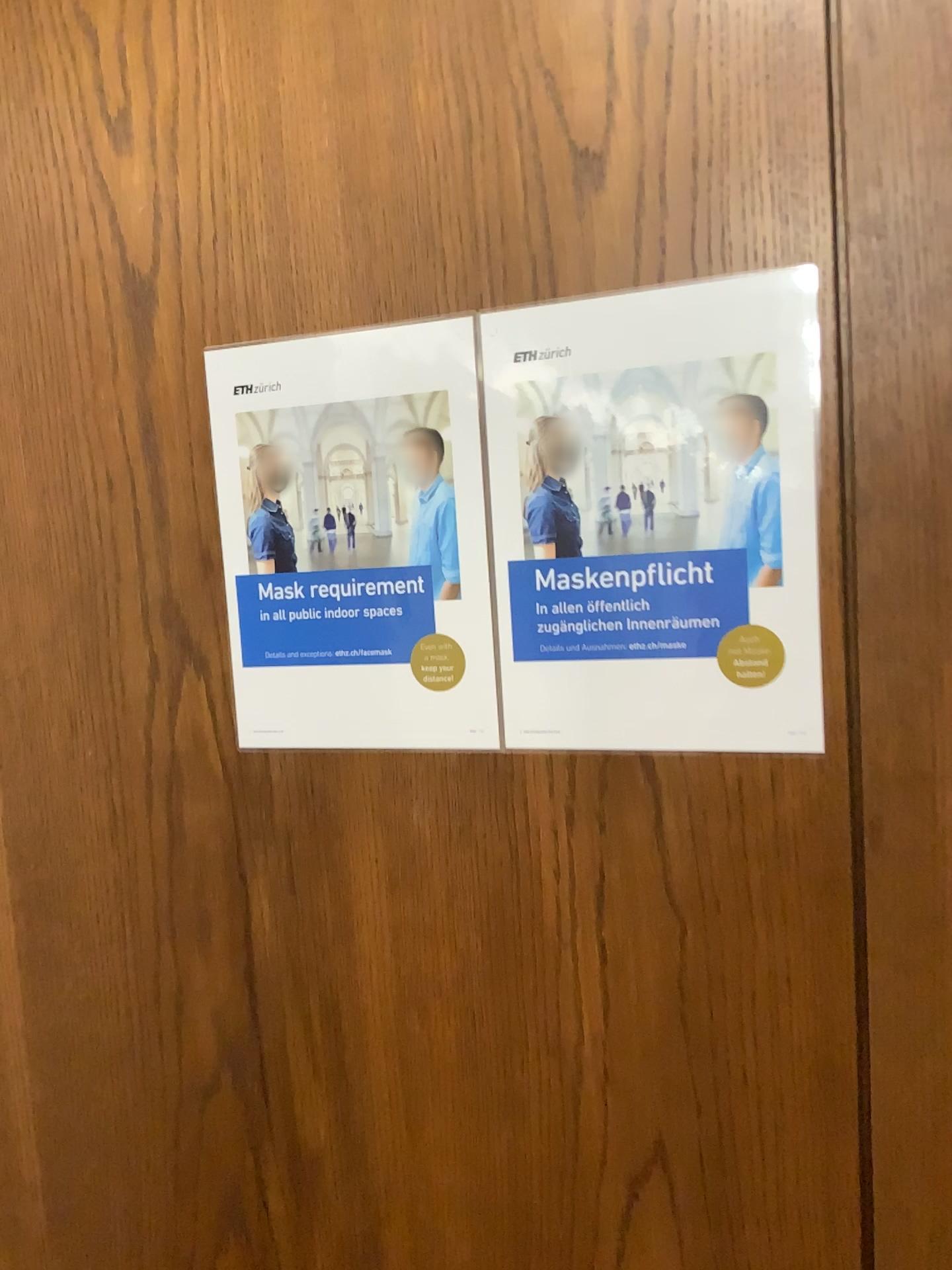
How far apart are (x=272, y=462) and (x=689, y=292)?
0.32m

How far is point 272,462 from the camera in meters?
0.8 m

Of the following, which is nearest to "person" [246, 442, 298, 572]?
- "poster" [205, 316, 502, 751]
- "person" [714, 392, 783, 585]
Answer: "poster" [205, 316, 502, 751]

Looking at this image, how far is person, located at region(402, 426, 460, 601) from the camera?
0.7 meters

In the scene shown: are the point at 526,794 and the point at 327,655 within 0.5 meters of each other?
yes

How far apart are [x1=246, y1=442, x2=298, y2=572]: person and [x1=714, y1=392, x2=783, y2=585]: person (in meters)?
0.31

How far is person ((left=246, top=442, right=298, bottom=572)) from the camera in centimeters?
77cm

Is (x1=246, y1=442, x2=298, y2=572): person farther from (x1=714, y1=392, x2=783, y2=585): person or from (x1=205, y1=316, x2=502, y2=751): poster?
(x1=714, y1=392, x2=783, y2=585): person

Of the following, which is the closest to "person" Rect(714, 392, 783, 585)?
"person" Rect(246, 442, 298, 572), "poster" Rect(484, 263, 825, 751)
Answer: "poster" Rect(484, 263, 825, 751)

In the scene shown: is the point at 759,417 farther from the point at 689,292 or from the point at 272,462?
the point at 272,462
